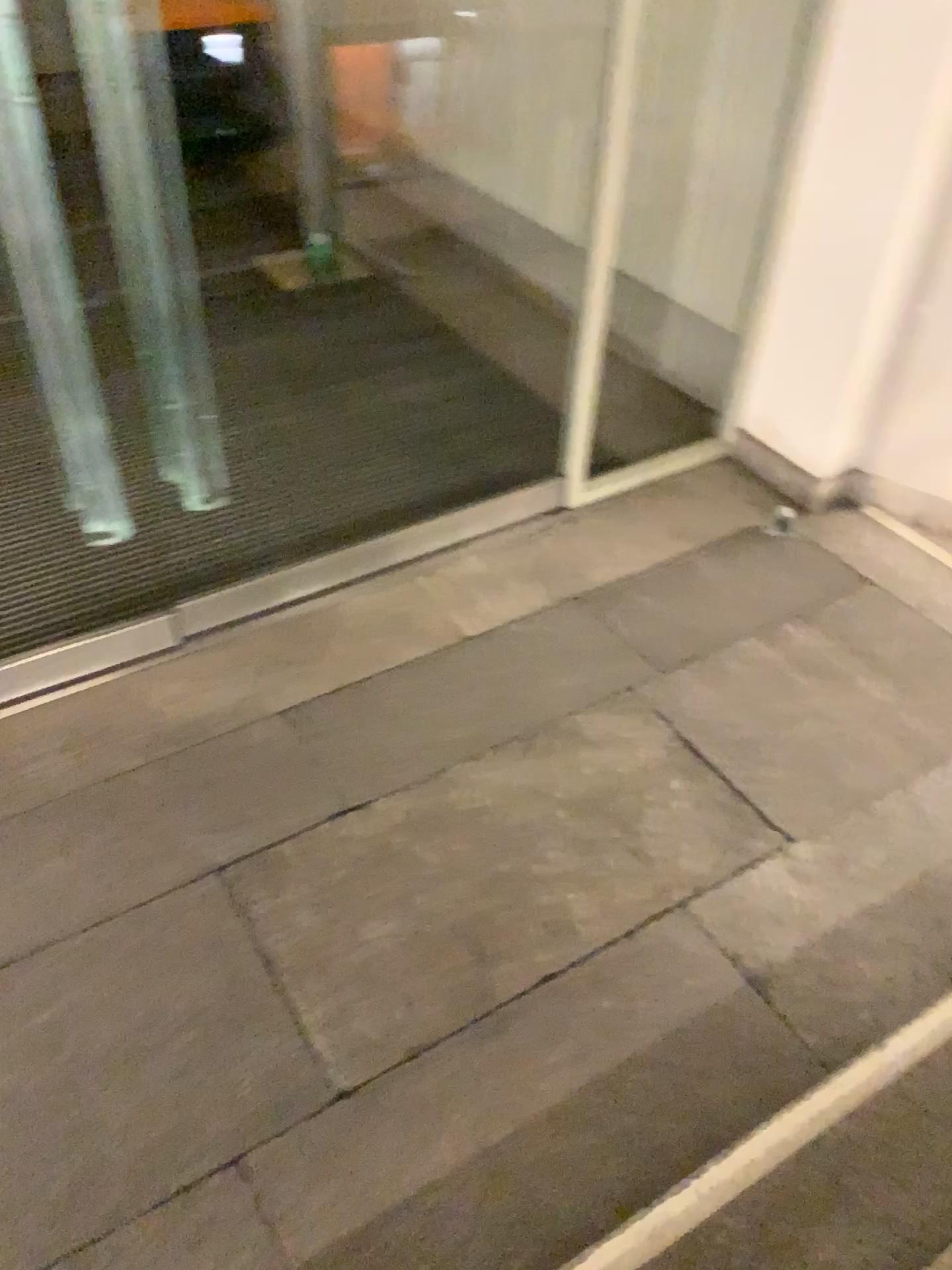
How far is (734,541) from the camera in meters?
3.1 m
